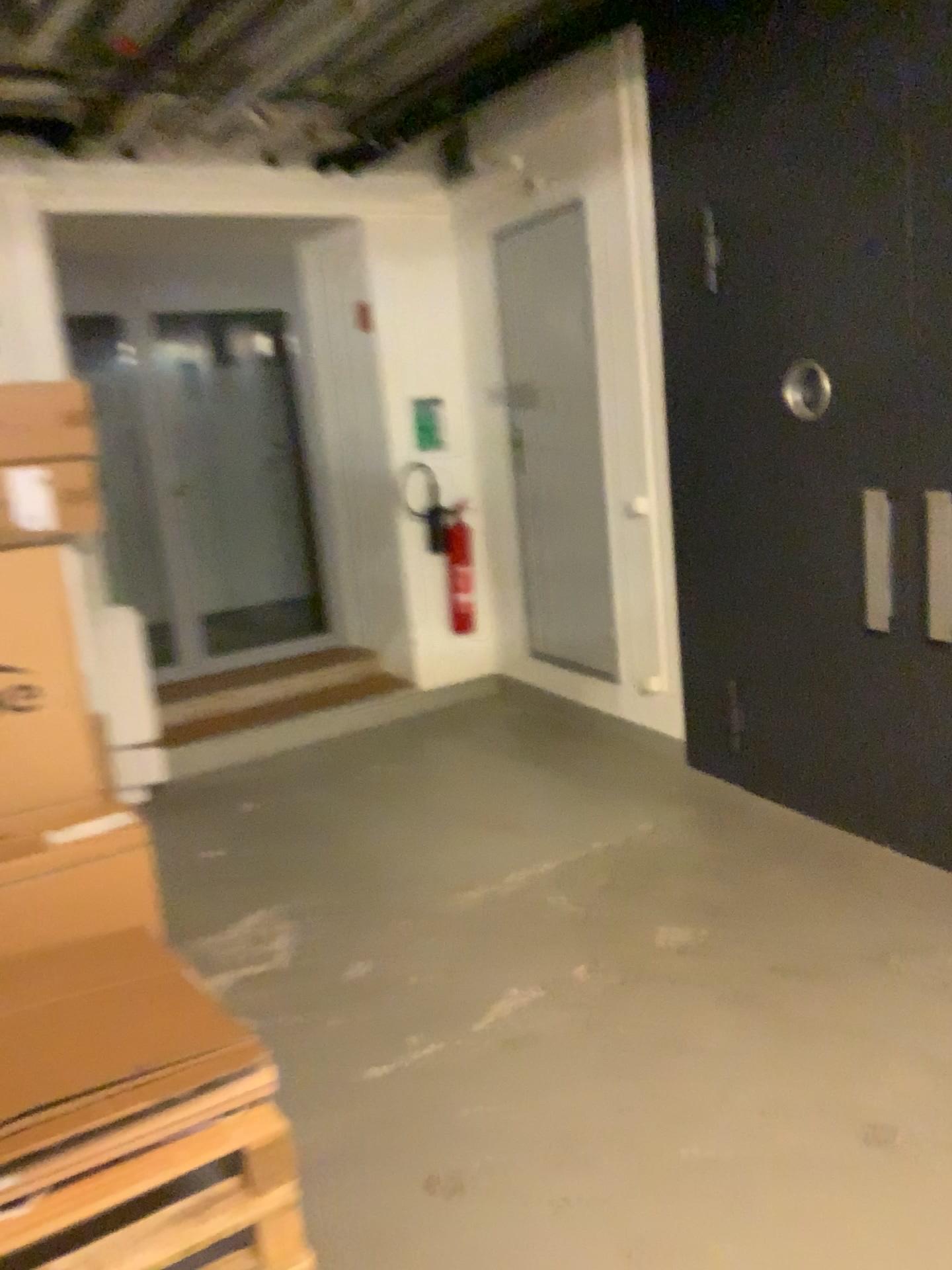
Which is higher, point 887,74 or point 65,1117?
point 887,74

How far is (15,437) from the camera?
3.10m

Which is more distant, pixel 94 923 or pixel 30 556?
pixel 30 556

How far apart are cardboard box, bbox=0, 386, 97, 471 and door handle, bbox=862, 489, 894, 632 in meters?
2.5

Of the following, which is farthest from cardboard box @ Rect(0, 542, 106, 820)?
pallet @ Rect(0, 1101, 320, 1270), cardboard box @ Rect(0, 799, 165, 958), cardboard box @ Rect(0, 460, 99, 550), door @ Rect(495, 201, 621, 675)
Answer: door @ Rect(495, 201, 621, 675)

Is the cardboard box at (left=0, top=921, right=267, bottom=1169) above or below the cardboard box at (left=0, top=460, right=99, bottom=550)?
below

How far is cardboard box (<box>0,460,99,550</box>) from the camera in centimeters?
306cm

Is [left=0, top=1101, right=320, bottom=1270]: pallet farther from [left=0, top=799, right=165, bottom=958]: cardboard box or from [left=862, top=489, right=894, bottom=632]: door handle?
[left=862, top=489, right=894, bottom=632]: door handle

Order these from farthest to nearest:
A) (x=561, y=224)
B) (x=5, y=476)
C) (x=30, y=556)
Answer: (x=561, y=224), (x=5, y=476), (x=30, y=556)

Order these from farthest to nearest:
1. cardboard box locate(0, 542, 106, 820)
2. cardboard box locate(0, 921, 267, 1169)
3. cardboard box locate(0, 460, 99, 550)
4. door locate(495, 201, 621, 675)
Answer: door locate(495, 201, 621, 675), cardboard box locate(0, 460, 99, 550), cardboard box locate(0, 542, 106, 820), cardboard box locate(0, 921, 267, 1169)
